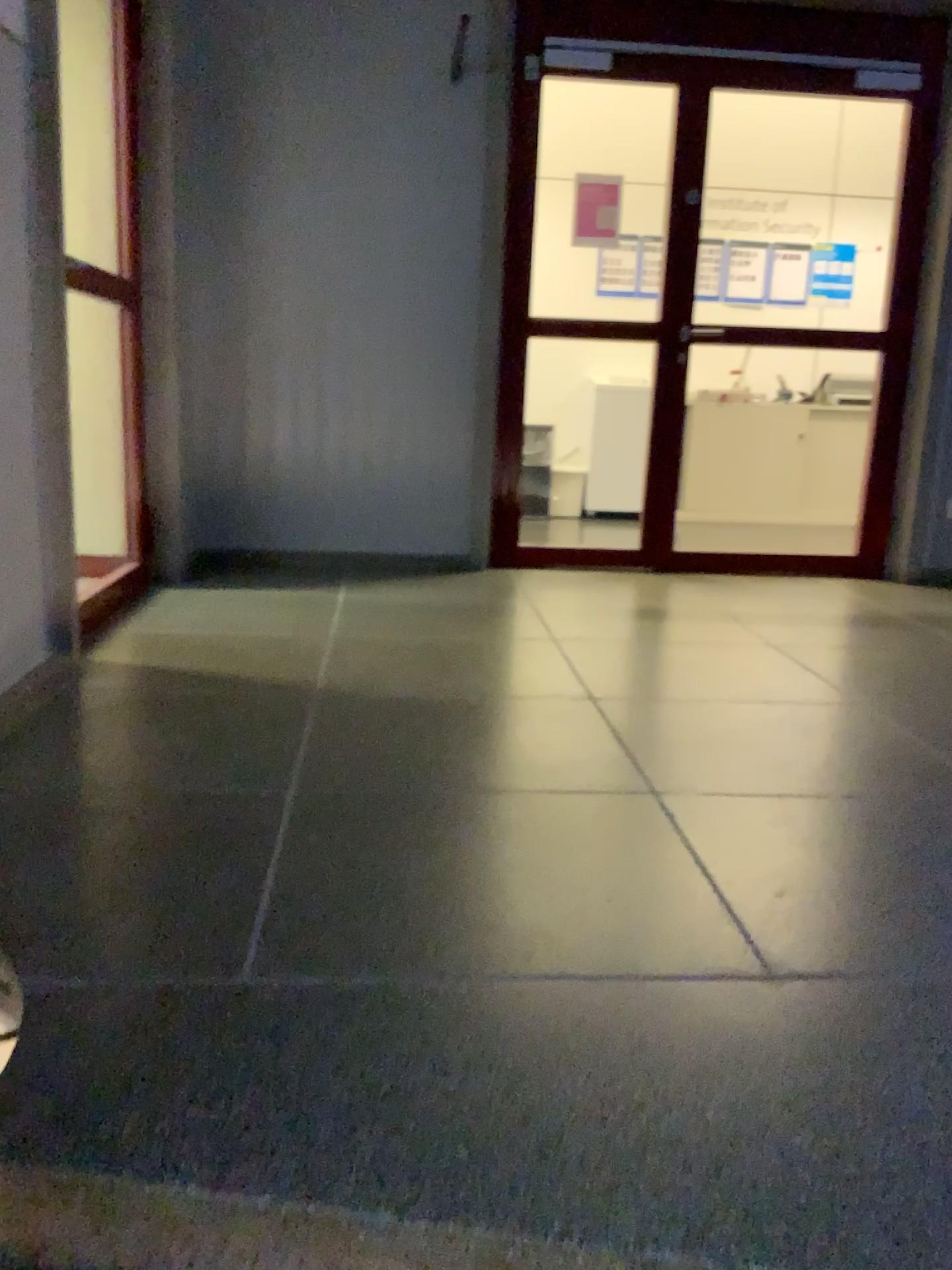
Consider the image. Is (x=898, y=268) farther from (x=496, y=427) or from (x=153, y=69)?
(x=153, y=69)
